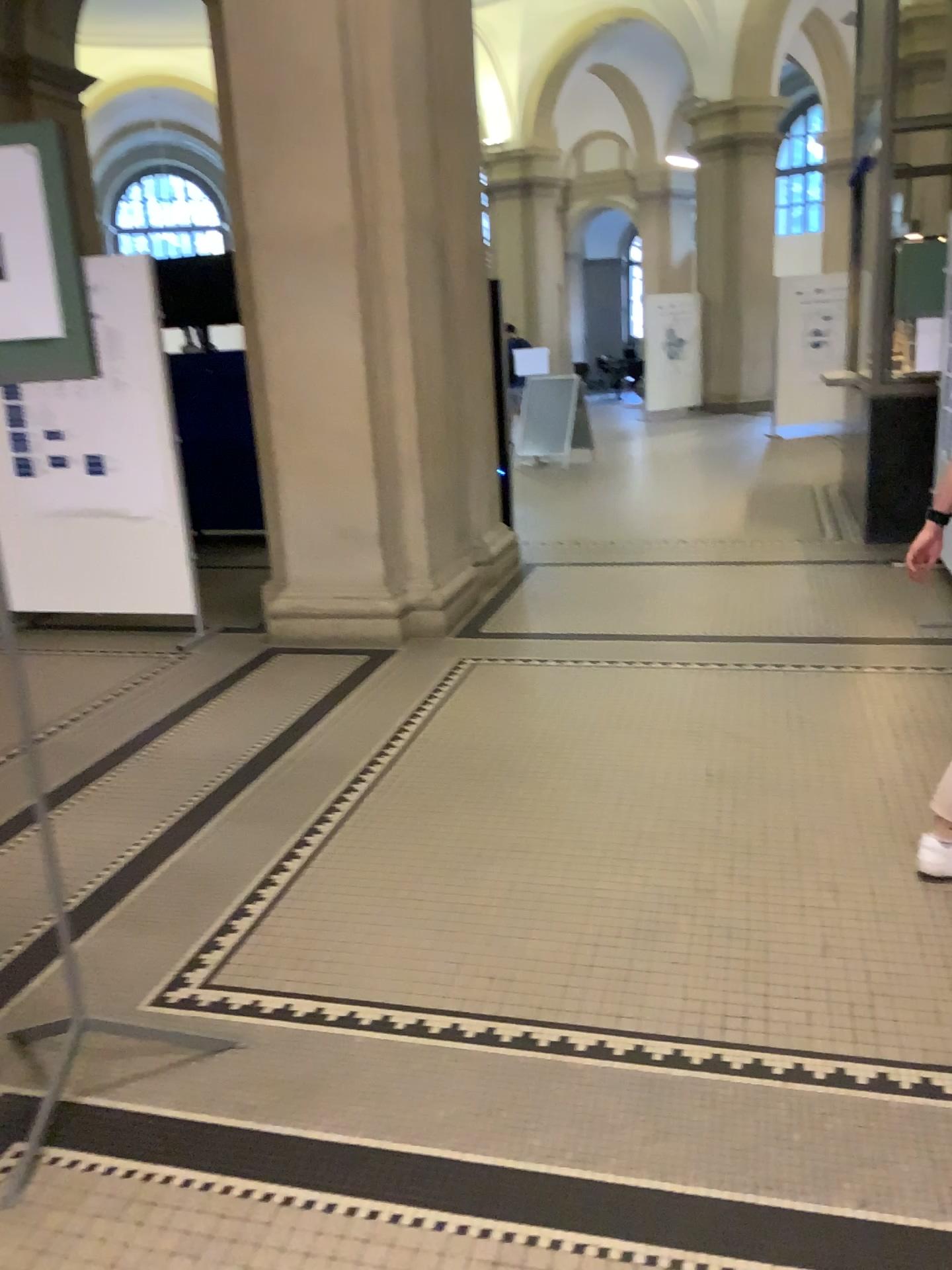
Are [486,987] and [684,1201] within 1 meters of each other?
yes
